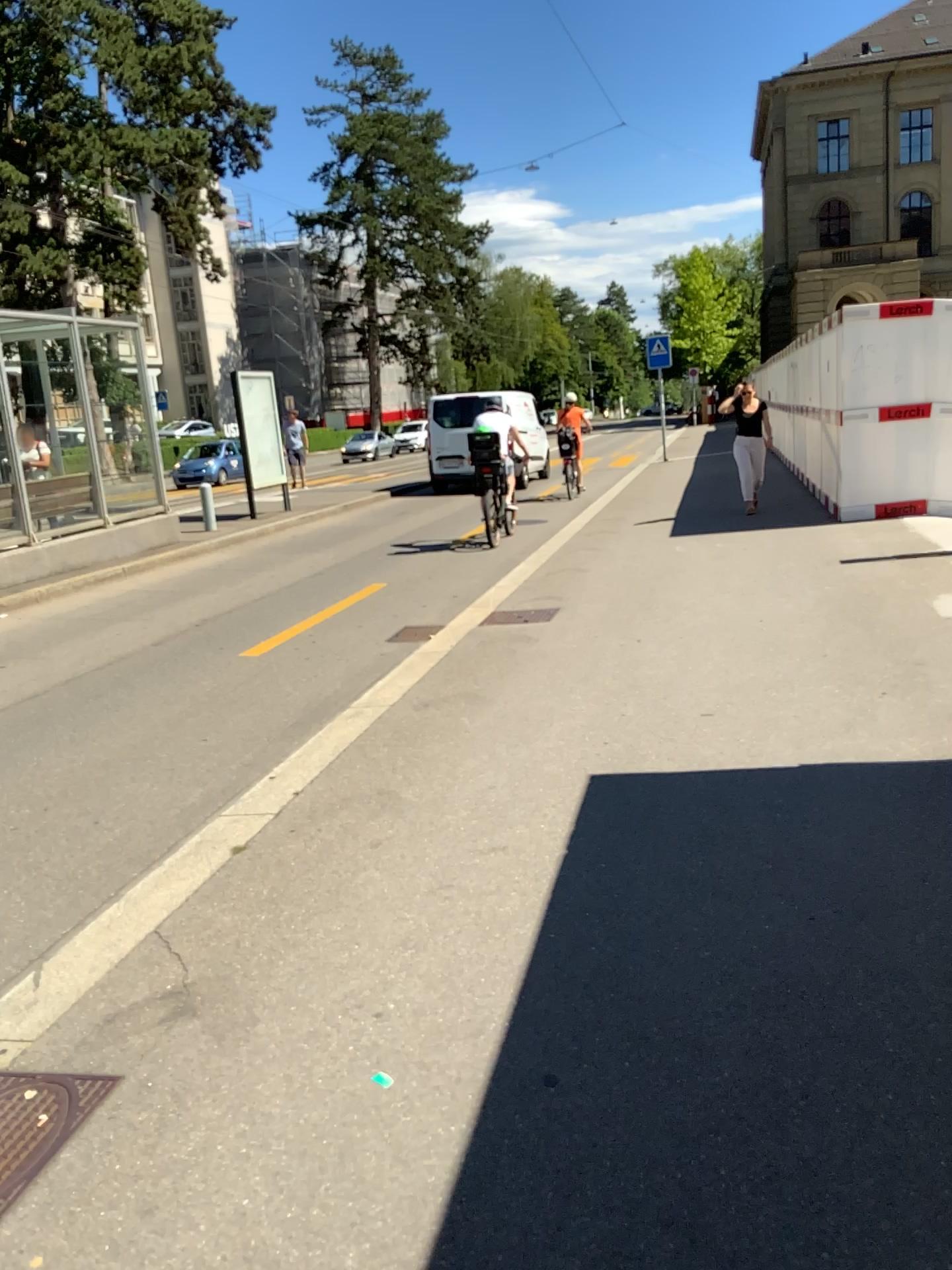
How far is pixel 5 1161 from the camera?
2.1m

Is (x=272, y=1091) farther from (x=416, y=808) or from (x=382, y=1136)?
(x=416, y=808)

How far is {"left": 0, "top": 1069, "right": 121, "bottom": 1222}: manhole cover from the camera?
2.1m
